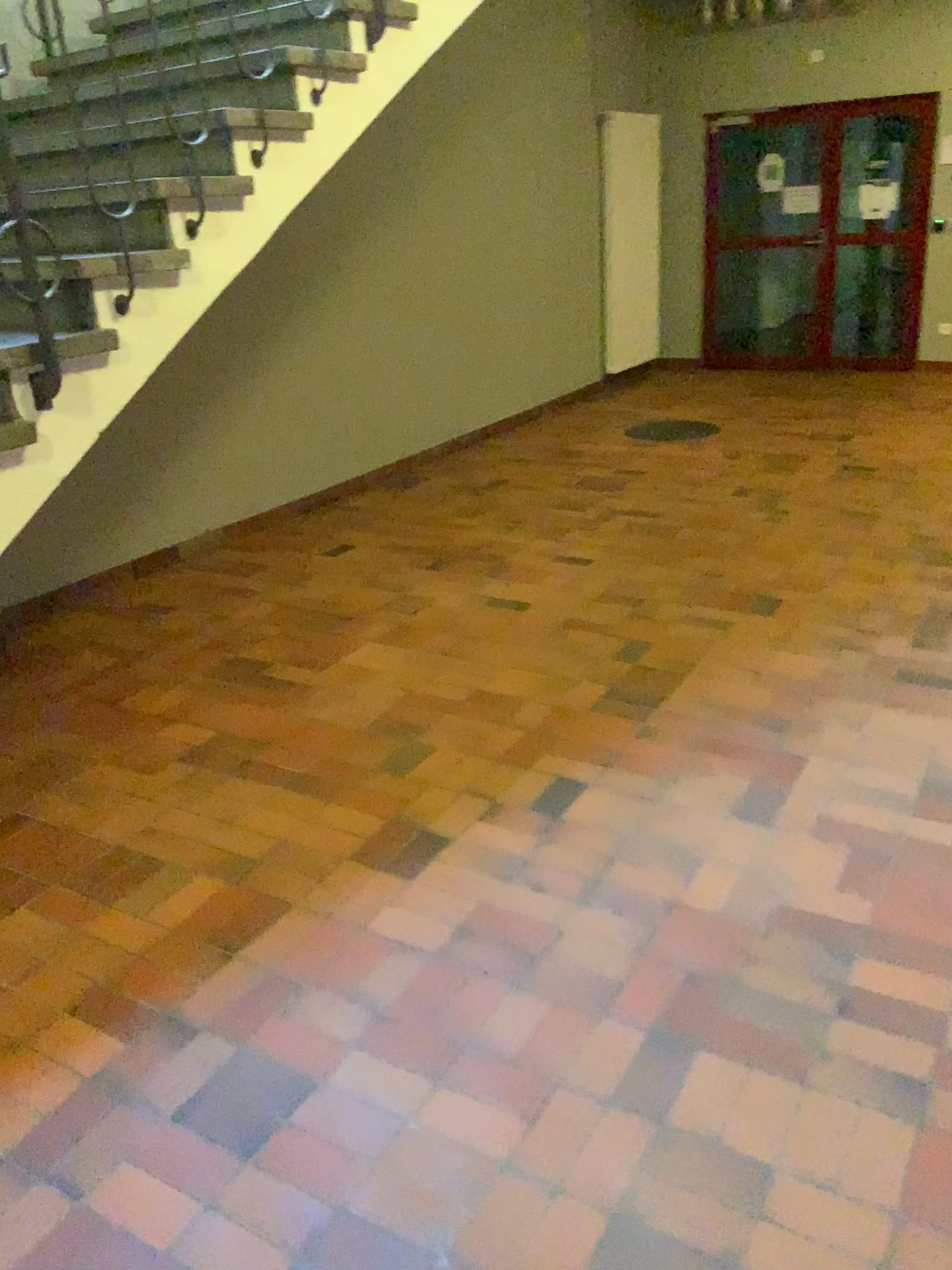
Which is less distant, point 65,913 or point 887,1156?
point 887,1156
